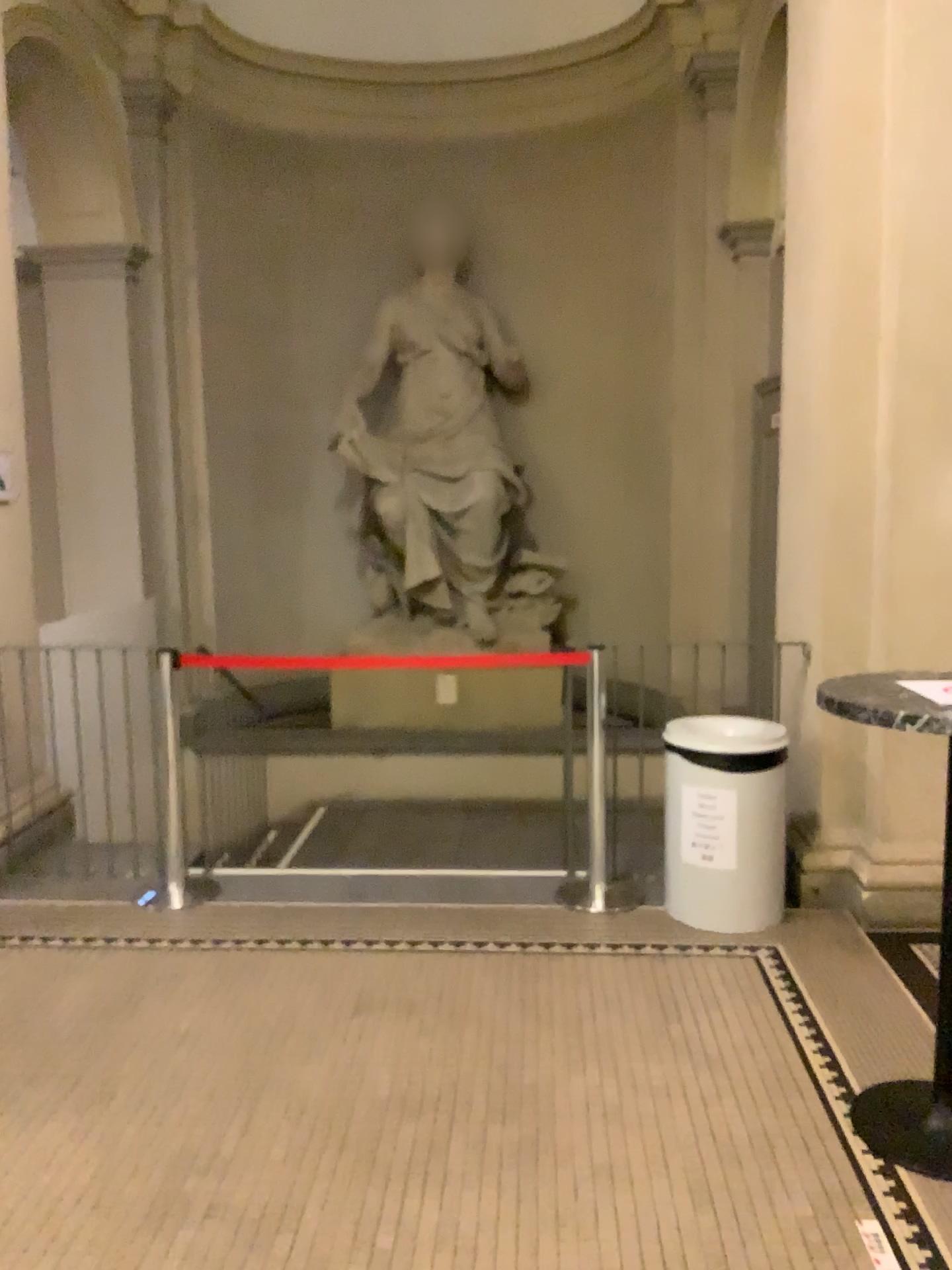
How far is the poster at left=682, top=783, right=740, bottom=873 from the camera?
3.85m

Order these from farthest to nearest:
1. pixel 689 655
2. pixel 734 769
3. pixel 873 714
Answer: pixel 689 655 → pixel 734 769 → pixel 873 714

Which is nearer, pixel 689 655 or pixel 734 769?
pixel 734 769

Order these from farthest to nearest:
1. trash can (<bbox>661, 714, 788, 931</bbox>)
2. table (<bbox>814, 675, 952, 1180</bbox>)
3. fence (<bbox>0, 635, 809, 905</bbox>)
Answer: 1. fence (<bbox>0, 635, 809, 905</bbox>)
2. trash can (<bbox>661, 714, 788, 931</bbox>)
3. table (<bbox>814, 675, 952, 1180</bbox>)

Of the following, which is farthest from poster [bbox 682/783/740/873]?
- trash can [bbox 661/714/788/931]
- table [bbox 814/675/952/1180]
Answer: table [bbox 814/675/952/1180]

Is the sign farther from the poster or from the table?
the table

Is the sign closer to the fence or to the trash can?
the trash can

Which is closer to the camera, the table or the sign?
the table

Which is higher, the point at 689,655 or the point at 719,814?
the point at 689,655

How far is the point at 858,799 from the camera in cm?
410
